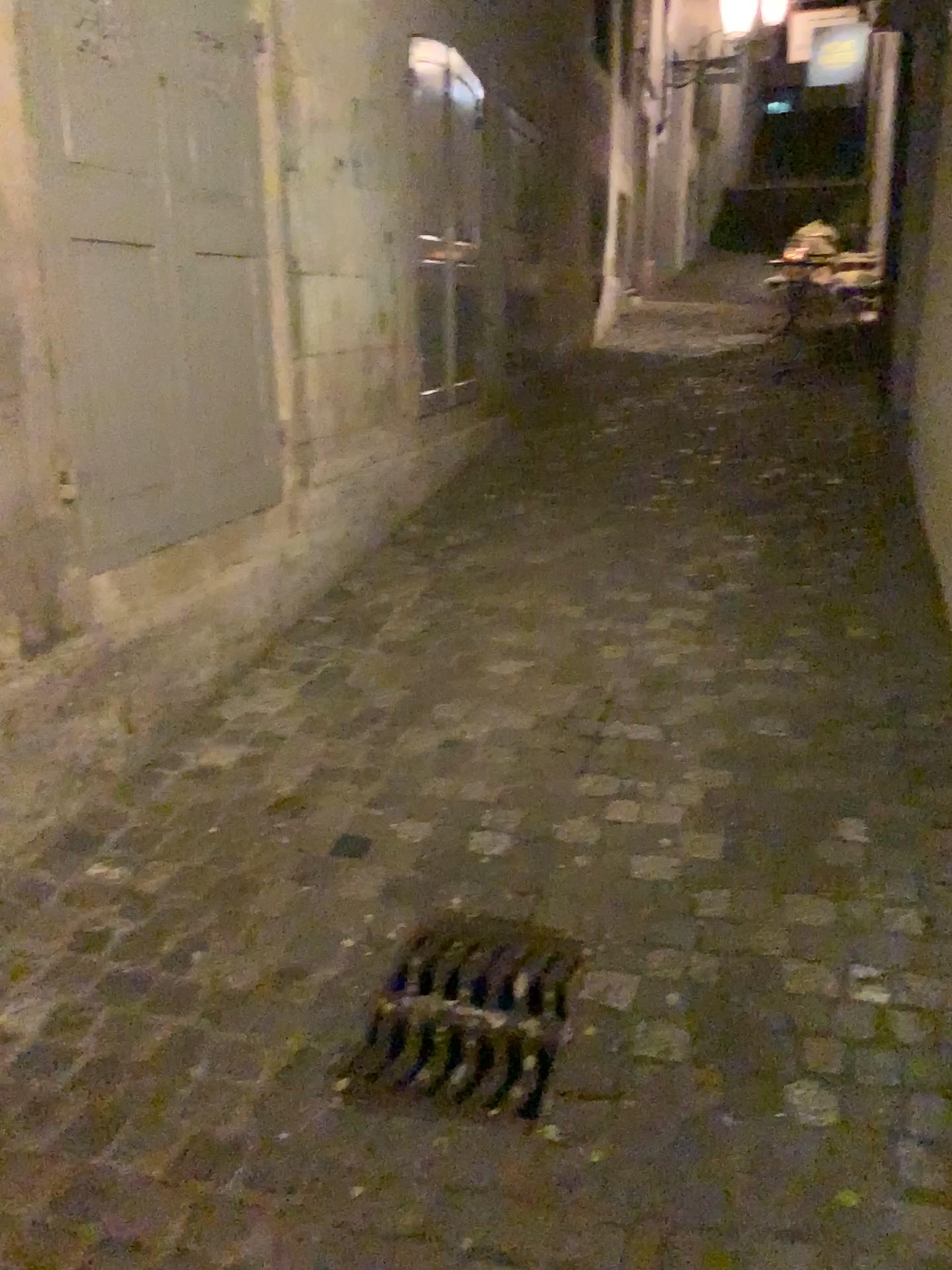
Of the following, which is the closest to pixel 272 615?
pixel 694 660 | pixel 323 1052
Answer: pixel 694 660
